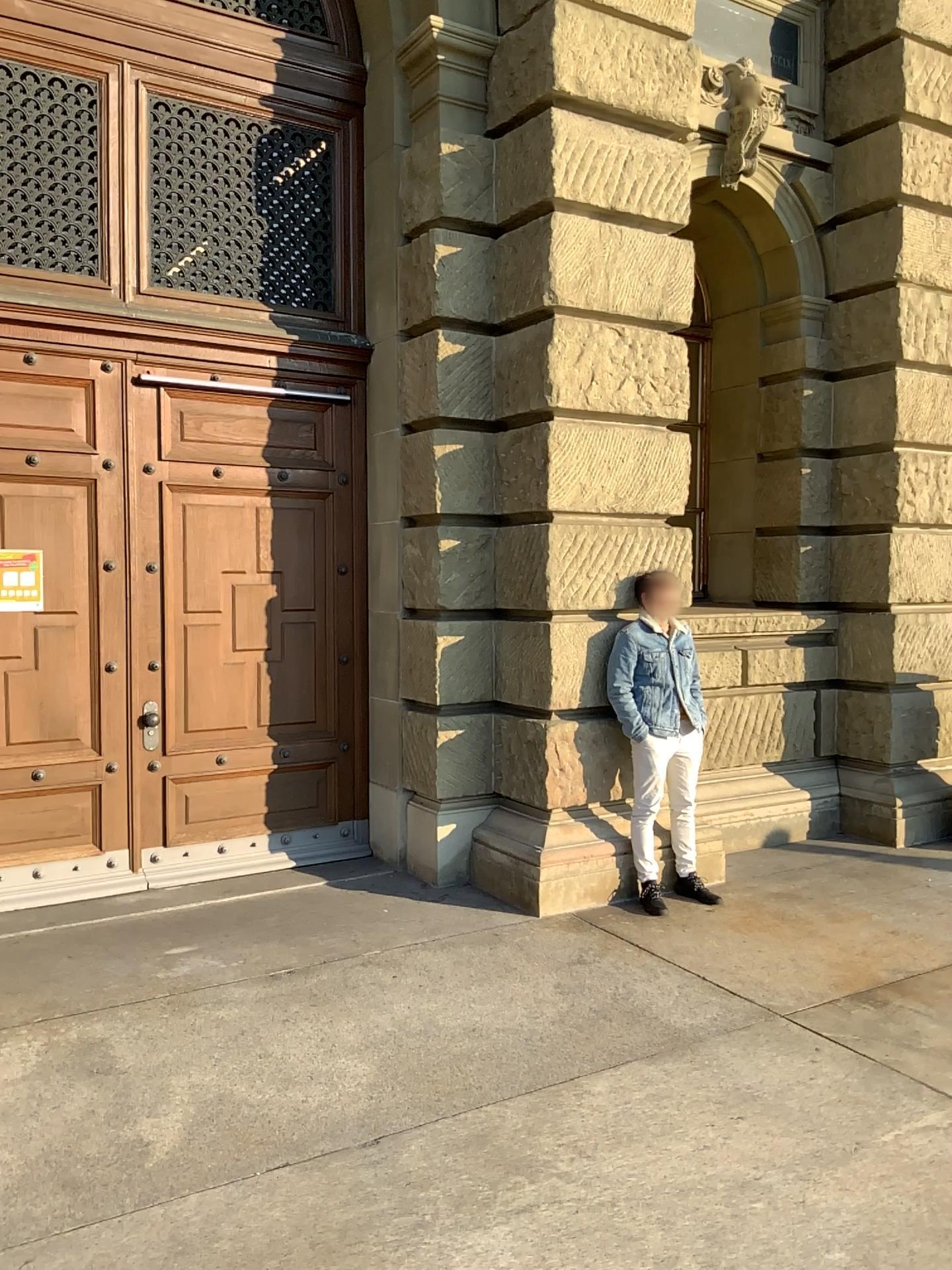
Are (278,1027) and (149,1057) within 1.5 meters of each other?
yes
